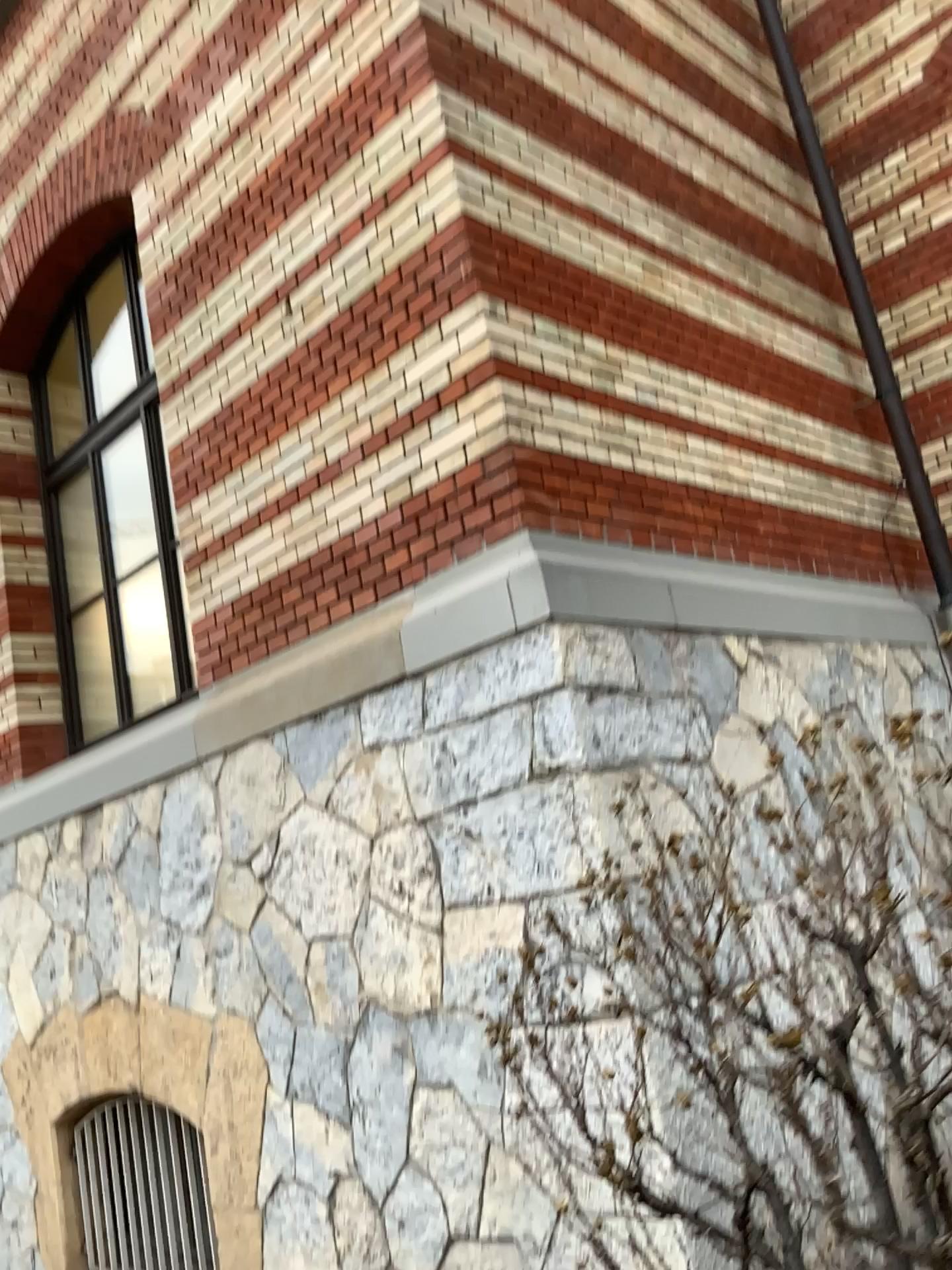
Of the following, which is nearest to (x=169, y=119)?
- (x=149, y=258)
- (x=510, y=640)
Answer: (x=149, y=258)
